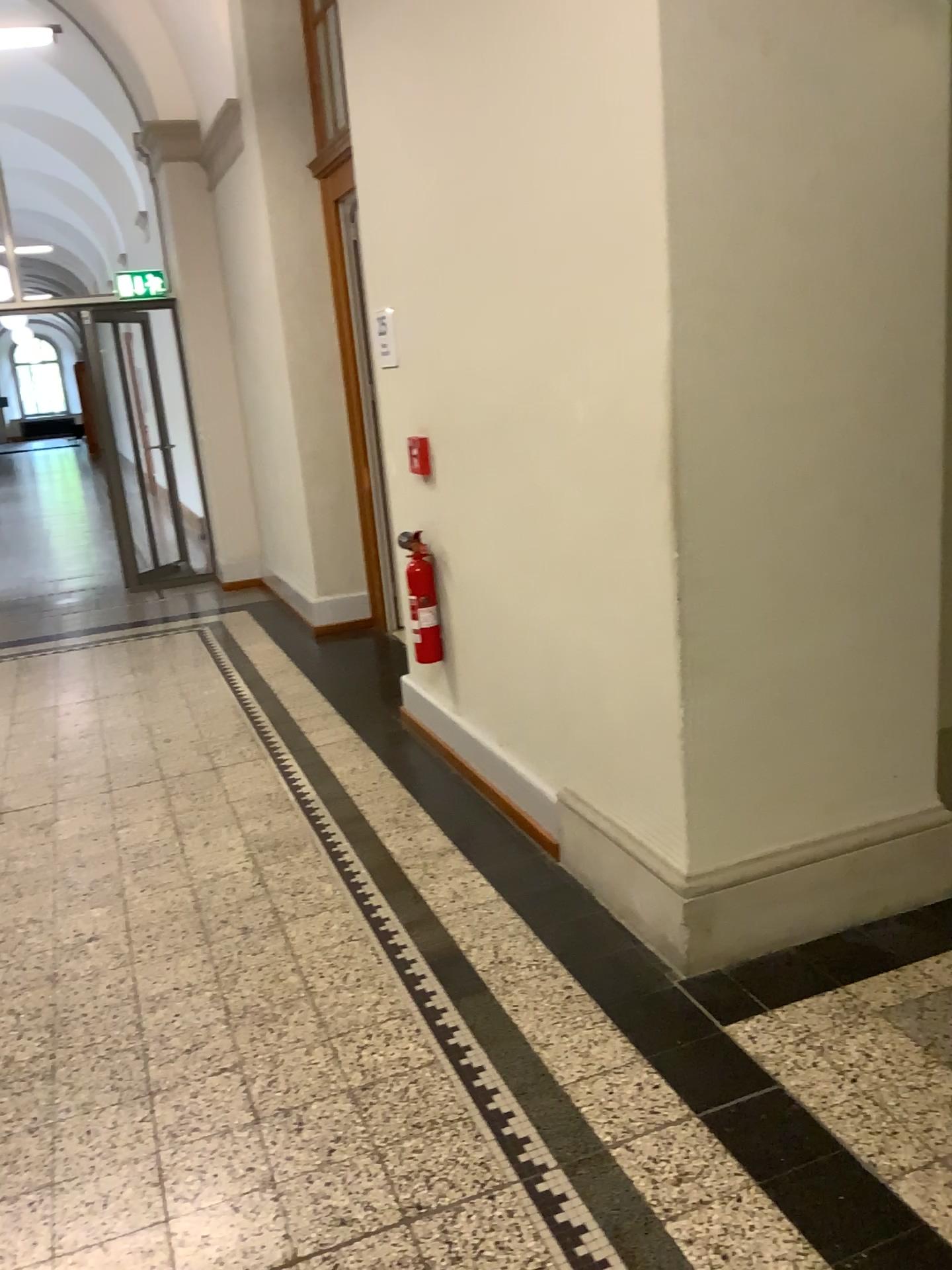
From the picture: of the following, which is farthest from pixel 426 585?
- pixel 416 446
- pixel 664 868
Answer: pixel 664 868

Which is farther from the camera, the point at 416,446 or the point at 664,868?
the point at 416,446

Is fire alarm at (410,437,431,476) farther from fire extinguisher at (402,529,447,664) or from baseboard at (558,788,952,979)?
baseboard at (558,788,952,979)

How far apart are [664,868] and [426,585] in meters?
1.7

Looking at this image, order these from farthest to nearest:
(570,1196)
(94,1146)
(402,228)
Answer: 1. (402,228)
2. (94,1146)
3. (570,1196)

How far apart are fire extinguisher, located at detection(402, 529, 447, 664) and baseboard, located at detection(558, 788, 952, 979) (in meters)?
1.21

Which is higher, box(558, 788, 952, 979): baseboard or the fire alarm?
the fire alarm

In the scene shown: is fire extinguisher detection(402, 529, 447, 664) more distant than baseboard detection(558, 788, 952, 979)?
Yes

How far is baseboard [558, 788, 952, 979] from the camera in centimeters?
259cm

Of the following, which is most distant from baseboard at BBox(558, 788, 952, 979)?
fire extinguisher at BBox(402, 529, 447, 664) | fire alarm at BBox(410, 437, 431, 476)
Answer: fire alarm at BBox(410, 437, 431, 476)
